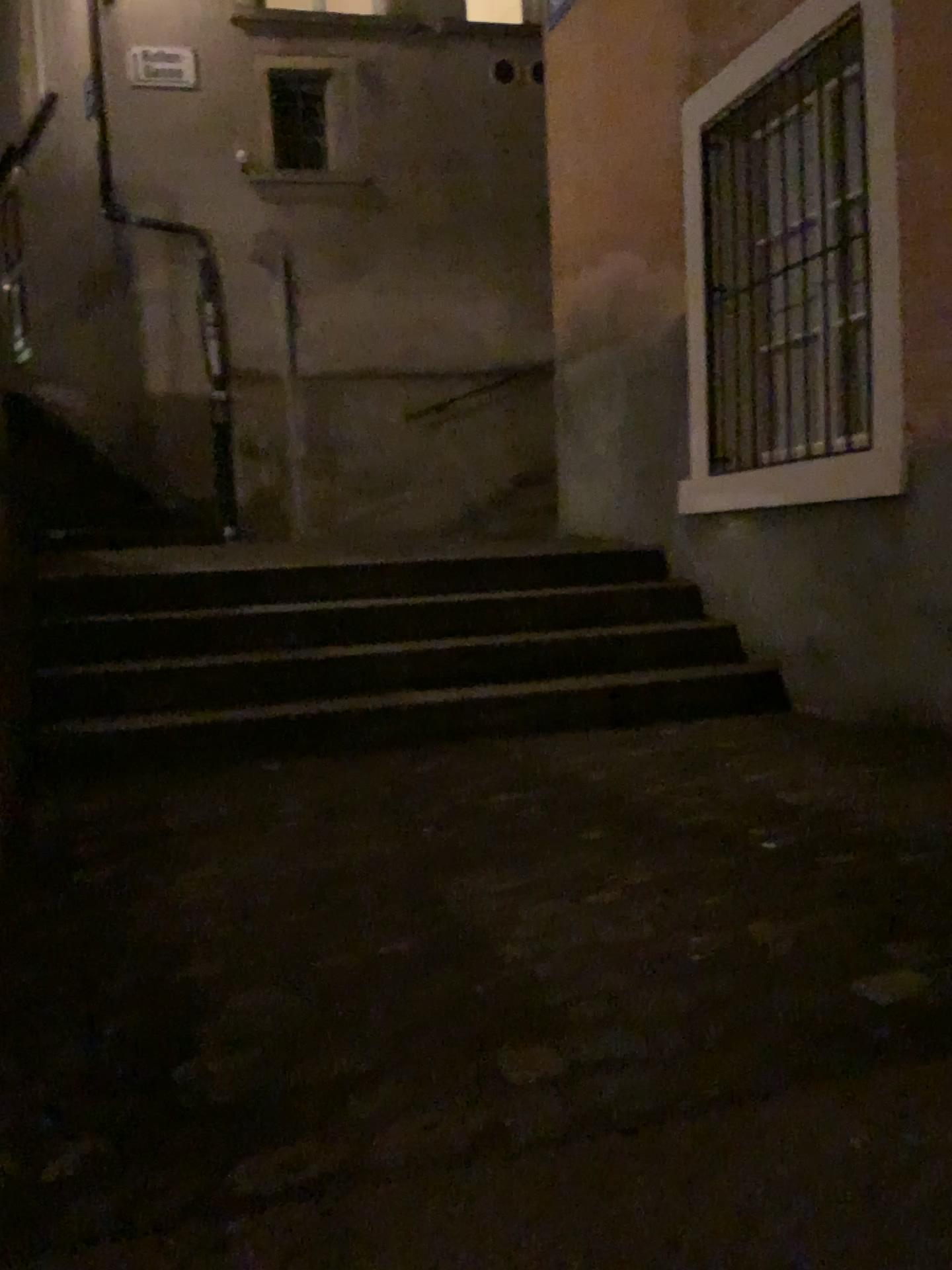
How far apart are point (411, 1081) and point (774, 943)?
0.70m
